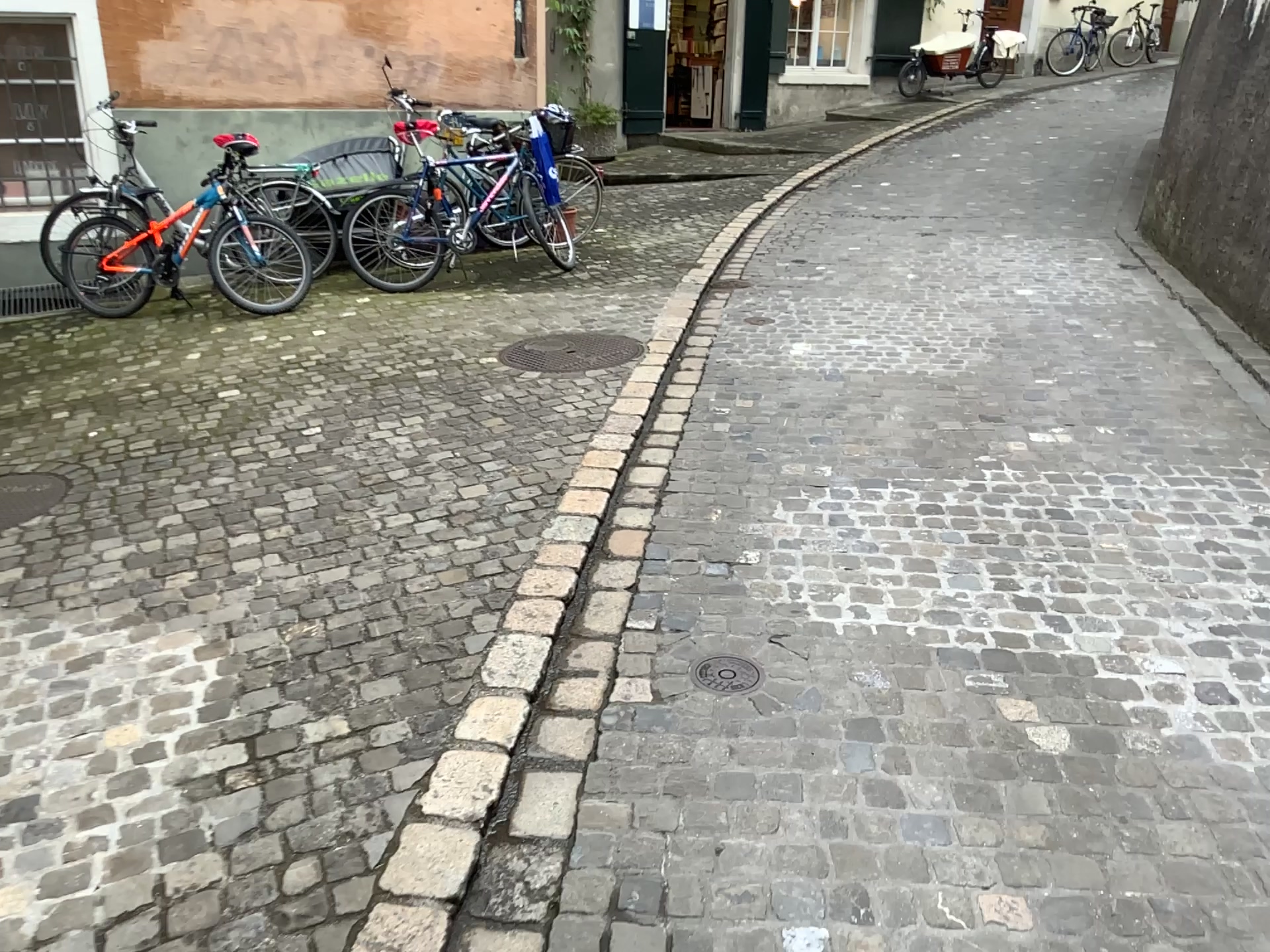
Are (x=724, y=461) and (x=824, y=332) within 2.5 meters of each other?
yes

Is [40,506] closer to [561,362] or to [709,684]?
[561,362]

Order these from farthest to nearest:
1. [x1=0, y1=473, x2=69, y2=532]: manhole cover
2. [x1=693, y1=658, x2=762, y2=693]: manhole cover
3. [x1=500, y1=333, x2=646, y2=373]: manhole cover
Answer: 1. [x1=500, y1=333, x2=646, y2=373]: manhole cover
2. [x1=0, y1=473, x2=69, y2=532]: manhole cover
3. [x1=693, y1=658, x2=762, y2=693]: manhole cover

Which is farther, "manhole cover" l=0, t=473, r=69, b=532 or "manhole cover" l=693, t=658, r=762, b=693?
"manhole cover" l=0, t=473, r=69, b=532

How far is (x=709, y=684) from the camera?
2.61m

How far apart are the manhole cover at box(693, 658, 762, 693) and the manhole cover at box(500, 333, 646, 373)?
2.6m

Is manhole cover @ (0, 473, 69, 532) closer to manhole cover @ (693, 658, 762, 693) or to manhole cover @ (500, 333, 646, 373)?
manhole cover @ (500, 333, 646, 373)

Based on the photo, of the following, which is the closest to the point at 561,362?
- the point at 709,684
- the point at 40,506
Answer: the point at 40,506

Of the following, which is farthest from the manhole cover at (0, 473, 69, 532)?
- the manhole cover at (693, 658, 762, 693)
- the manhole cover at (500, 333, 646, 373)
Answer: the manhole cover at (693, 658, 762, 693)

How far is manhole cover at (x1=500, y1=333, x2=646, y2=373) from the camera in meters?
5.1 m
